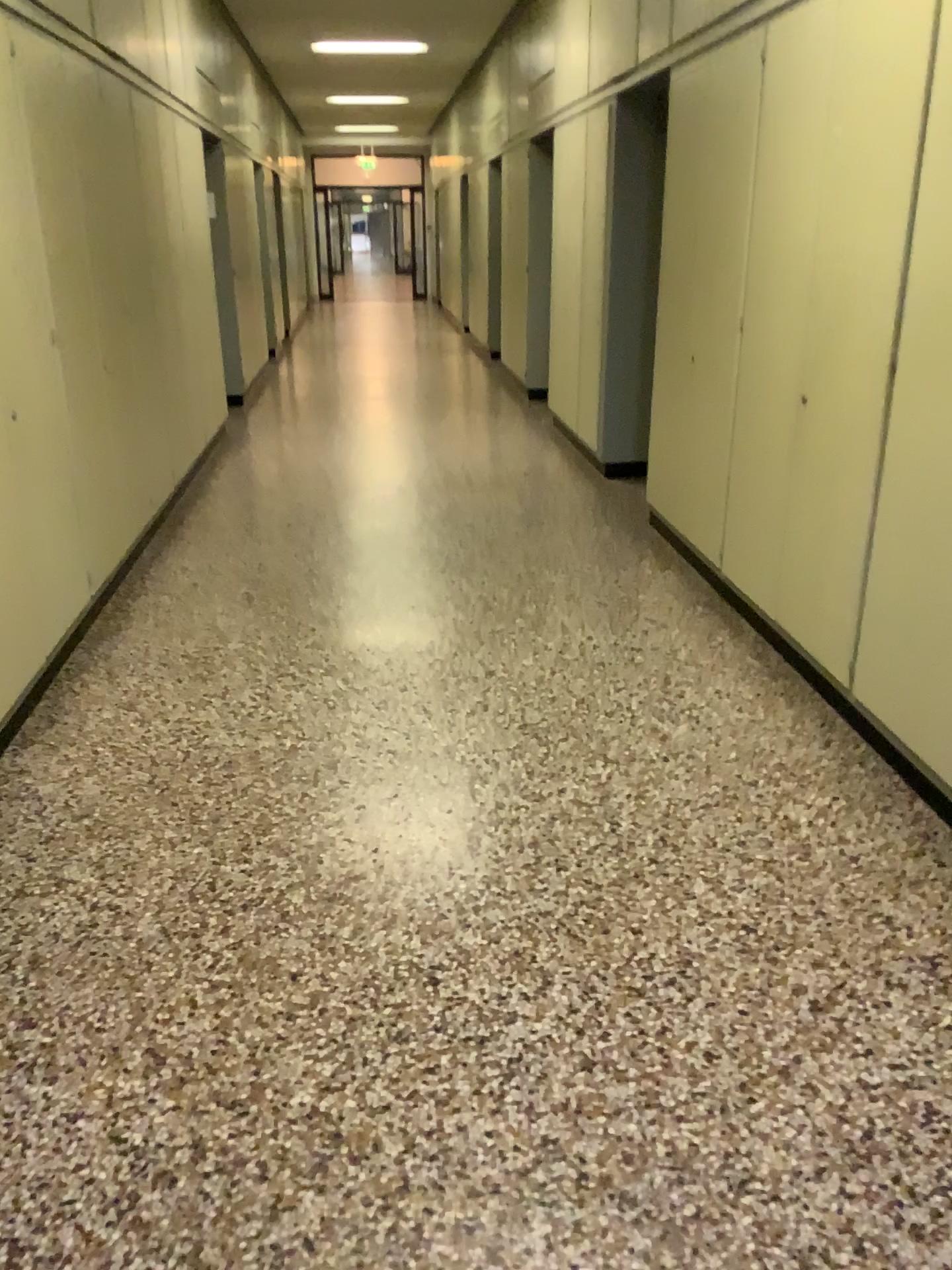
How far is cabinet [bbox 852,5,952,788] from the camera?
Answer: 2.6m

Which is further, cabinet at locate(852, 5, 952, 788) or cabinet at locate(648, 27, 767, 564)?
cabinet at locate(648, 27, 767, 564)

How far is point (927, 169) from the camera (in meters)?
2.62

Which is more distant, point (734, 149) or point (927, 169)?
point (734, 149)

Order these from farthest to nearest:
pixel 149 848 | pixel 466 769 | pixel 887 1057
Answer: pixel 466 769 < pixel 149 848 < pixel 887 1057
